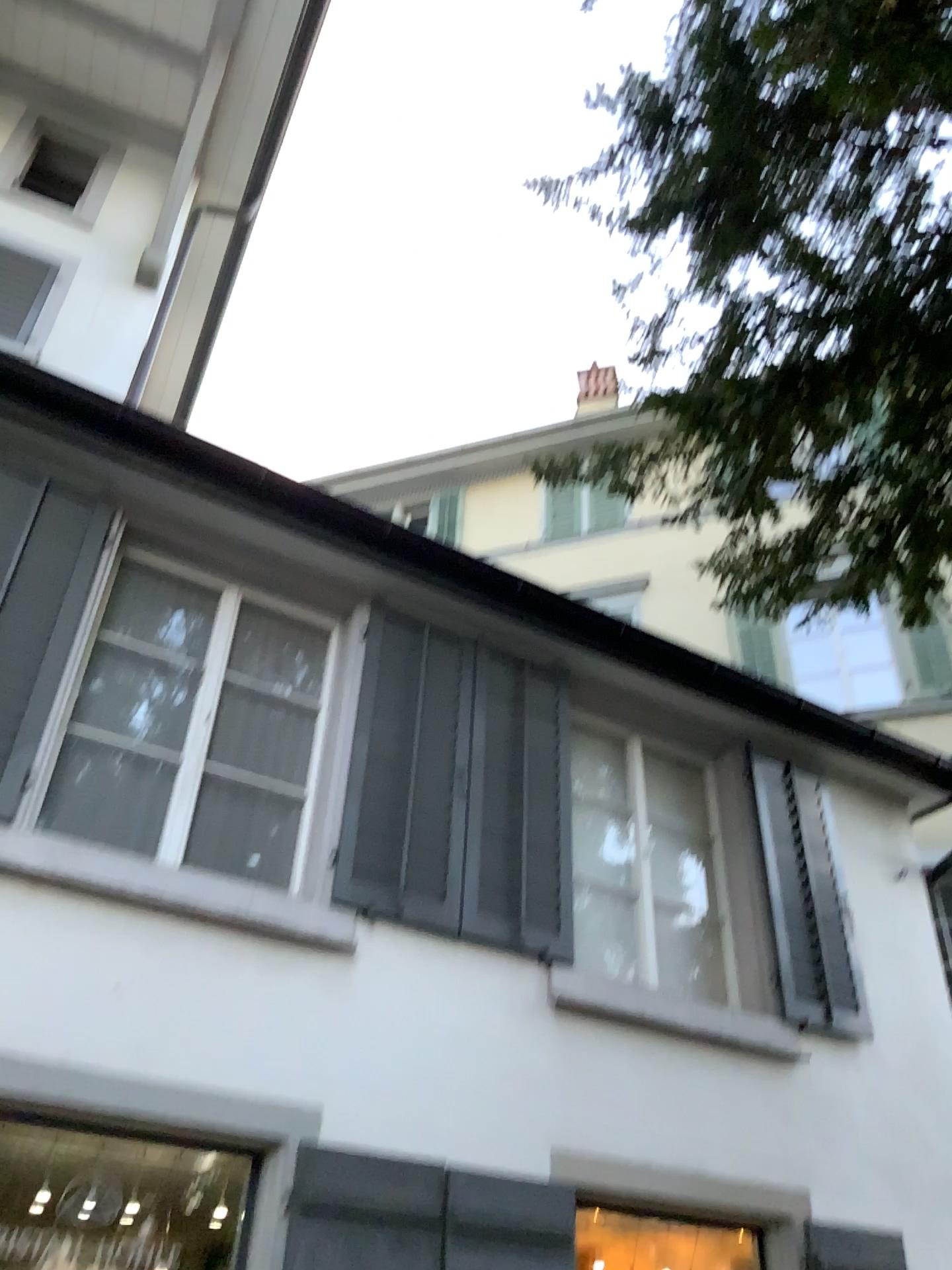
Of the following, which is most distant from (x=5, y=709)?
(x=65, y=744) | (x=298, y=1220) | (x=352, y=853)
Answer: (x=298, y=1220)

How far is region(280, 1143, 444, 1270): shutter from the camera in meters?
3.8

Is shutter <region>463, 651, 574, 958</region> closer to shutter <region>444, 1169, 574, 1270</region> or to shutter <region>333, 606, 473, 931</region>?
shutter <region>333, 606, 473, 931</region>

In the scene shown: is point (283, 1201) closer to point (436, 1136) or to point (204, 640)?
point (436, 1136)

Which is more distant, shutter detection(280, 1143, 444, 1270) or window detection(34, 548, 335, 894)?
window detection(34, 548, 335, 894)

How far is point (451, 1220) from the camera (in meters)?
4.07

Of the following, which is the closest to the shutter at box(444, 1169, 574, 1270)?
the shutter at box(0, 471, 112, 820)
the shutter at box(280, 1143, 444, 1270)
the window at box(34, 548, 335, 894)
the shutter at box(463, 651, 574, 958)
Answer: the shutter at box(280, 1143, 444, 1270)

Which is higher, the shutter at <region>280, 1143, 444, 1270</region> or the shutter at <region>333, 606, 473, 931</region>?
the shutter at <region>333, 606, 473, 931</region>

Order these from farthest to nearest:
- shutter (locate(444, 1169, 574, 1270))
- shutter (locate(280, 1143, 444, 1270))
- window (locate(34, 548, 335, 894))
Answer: window (locate(34, 548, 335, 894)), shutter (locate(444, 1169, 574, 1270)), shutter (locate(280, 1143, 444, 1270))

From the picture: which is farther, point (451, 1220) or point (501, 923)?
point (501, 923)
